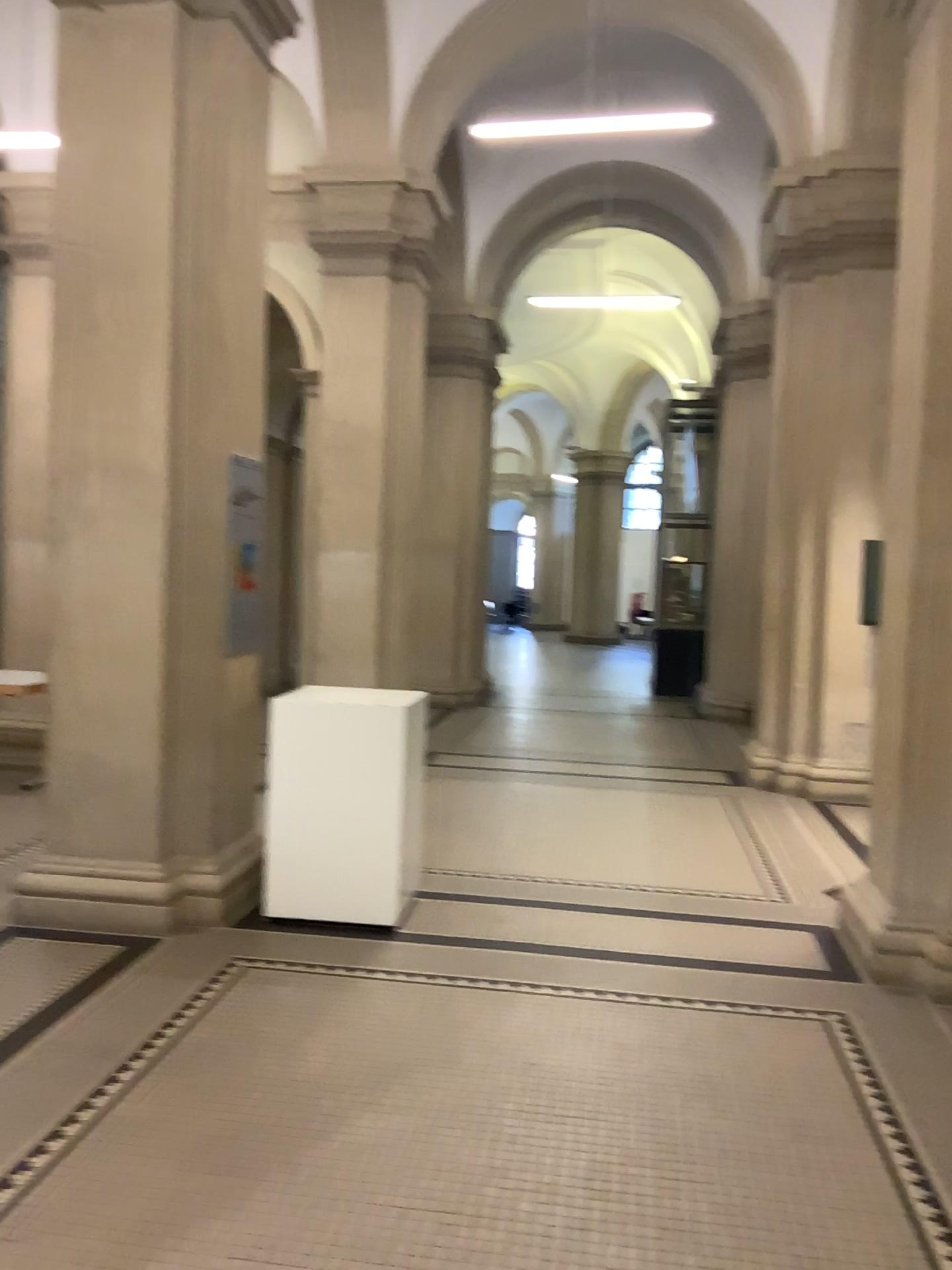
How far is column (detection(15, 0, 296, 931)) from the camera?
4.5m

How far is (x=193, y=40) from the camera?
4.5m

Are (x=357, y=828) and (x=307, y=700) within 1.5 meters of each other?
yes
